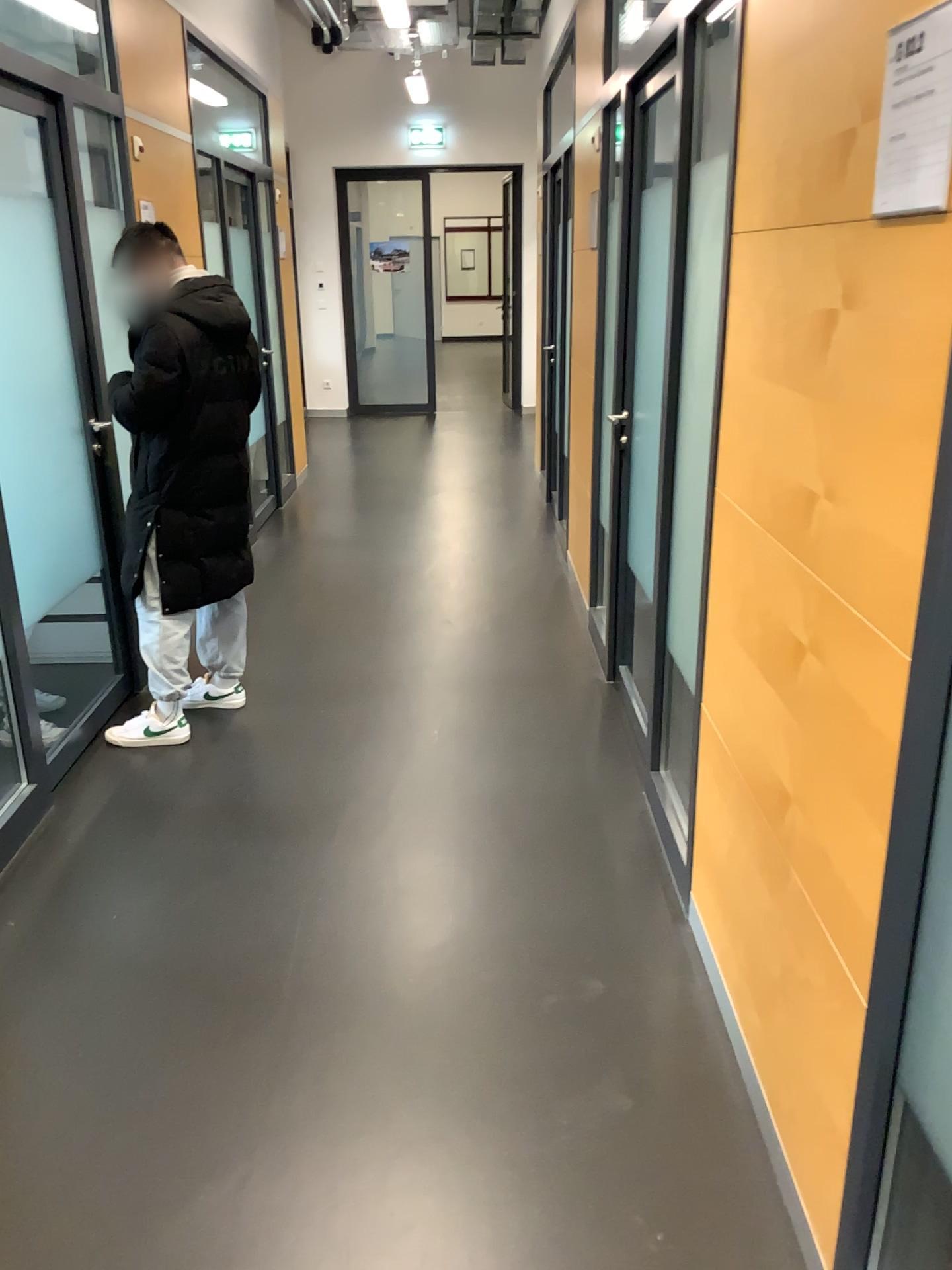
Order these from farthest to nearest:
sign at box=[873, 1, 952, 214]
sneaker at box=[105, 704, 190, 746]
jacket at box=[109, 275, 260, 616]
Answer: sneaker at box=[105, 704, 190, 746]
jacket at box=[109, 275, 260, 616]
sign at box=[873, 1, 952, 214]

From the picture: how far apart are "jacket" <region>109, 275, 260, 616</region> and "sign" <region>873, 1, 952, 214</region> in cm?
245

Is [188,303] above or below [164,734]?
above

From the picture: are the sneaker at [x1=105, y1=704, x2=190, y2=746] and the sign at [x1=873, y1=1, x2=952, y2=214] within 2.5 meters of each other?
no

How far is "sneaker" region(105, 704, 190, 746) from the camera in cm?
358

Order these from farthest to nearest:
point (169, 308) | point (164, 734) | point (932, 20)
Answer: point (164, 734), point (169, 308), point (932, 20)

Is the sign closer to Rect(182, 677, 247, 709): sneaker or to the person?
the person

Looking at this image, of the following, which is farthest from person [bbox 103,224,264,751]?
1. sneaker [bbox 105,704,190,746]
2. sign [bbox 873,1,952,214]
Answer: sign [bbox 873,1,952,214]

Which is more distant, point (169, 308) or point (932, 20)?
point (169, 308)

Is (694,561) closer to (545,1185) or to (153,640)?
(545,1185)
